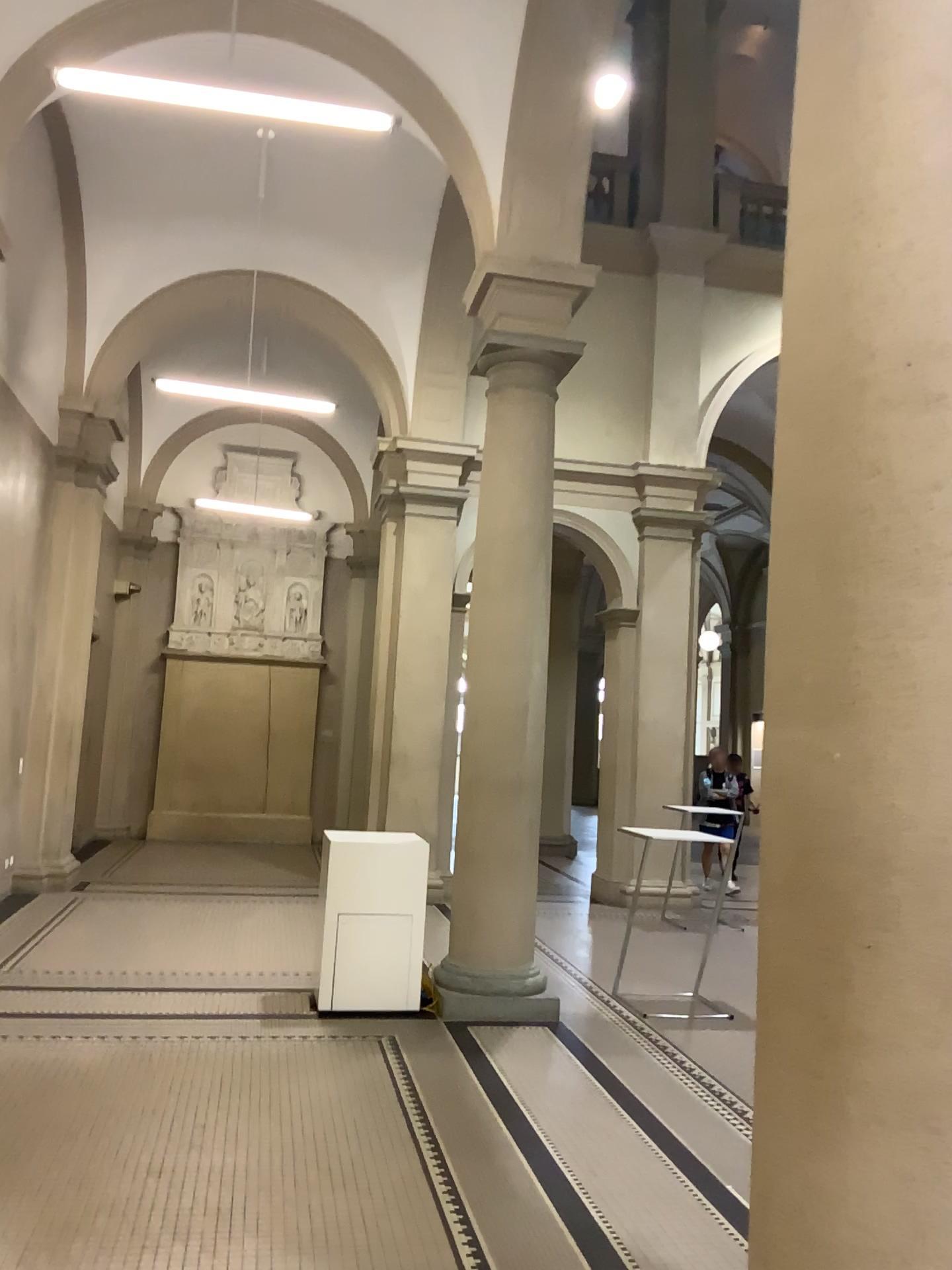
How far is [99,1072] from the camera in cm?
458
